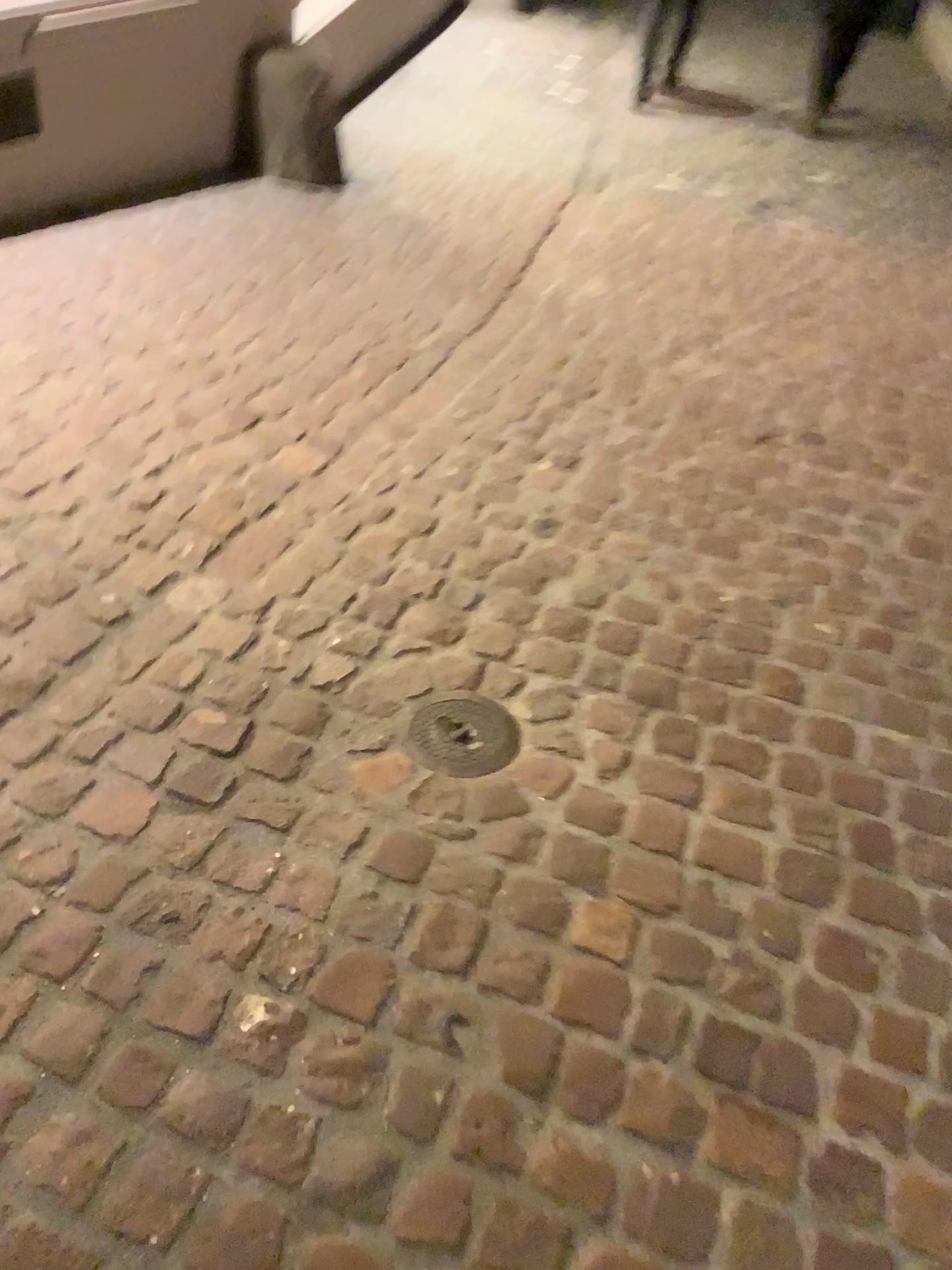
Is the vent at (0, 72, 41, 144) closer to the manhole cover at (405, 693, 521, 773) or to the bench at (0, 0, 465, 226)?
the bench at (0, 0, 465, 226)

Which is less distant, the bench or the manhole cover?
the manhole cover

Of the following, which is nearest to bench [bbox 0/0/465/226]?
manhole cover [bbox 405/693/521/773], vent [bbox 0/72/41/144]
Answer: vent [bbox 0/72/41/144]

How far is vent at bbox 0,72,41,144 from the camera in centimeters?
292cm

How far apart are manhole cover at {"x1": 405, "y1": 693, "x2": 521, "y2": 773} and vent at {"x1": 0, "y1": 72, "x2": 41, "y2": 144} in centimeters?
227cm

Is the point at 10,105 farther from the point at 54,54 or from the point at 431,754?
the point at 431,754

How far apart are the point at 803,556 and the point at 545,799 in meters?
1.0

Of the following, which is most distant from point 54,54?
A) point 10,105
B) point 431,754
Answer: point 431,754

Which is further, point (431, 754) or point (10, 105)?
point (10, 105)
